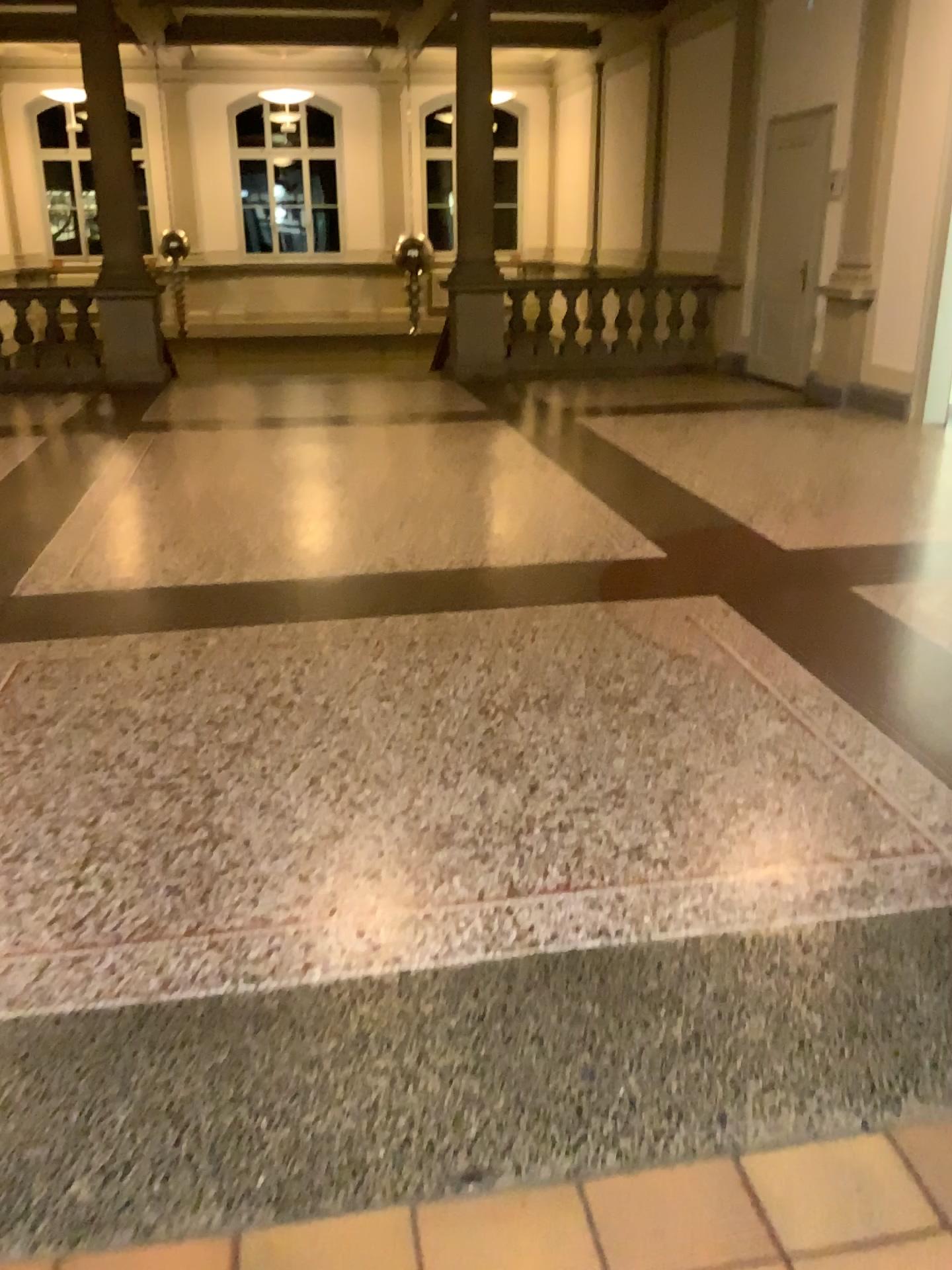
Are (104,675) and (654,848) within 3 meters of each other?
yes
